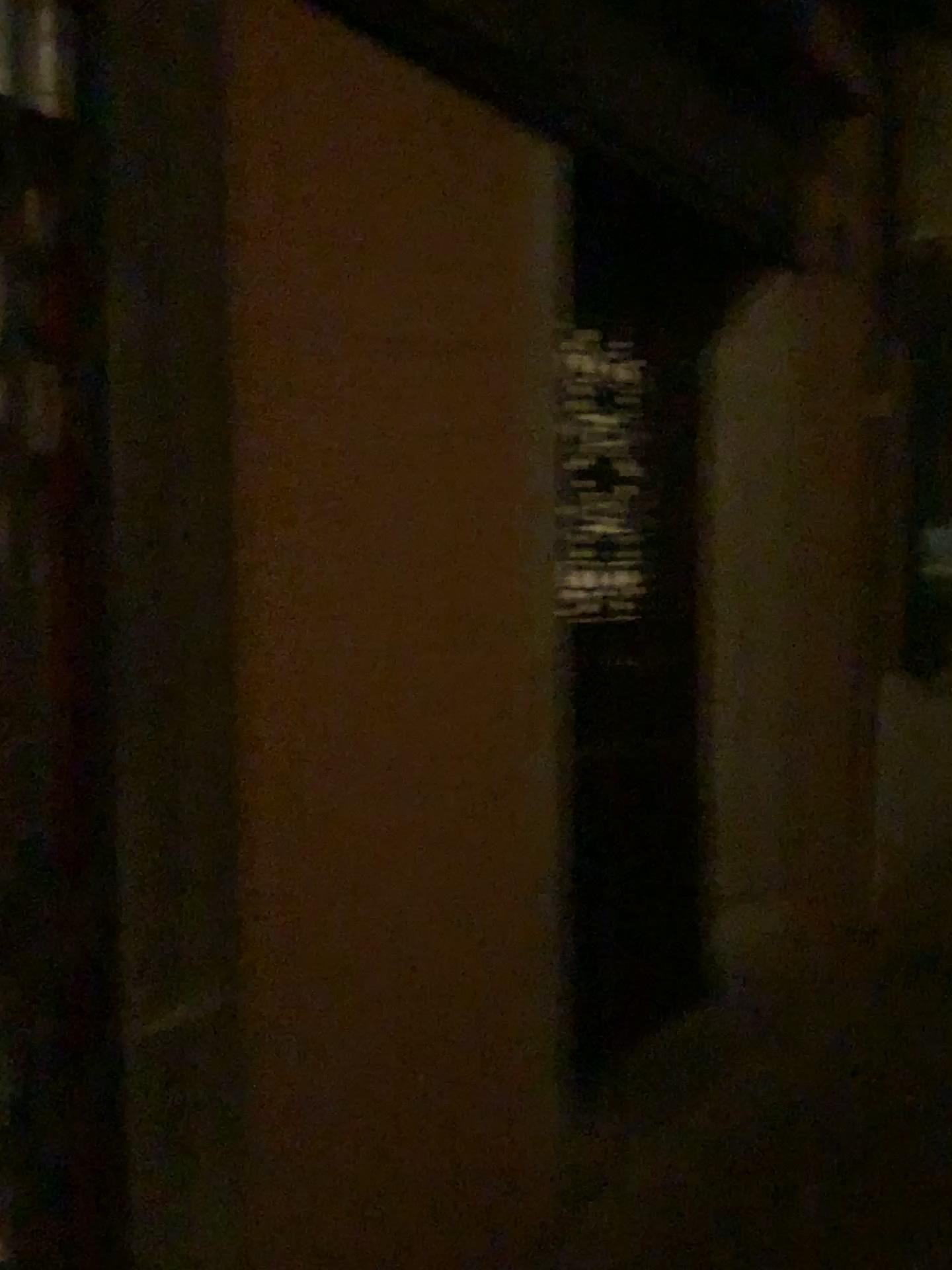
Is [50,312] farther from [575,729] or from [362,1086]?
[575,729]
